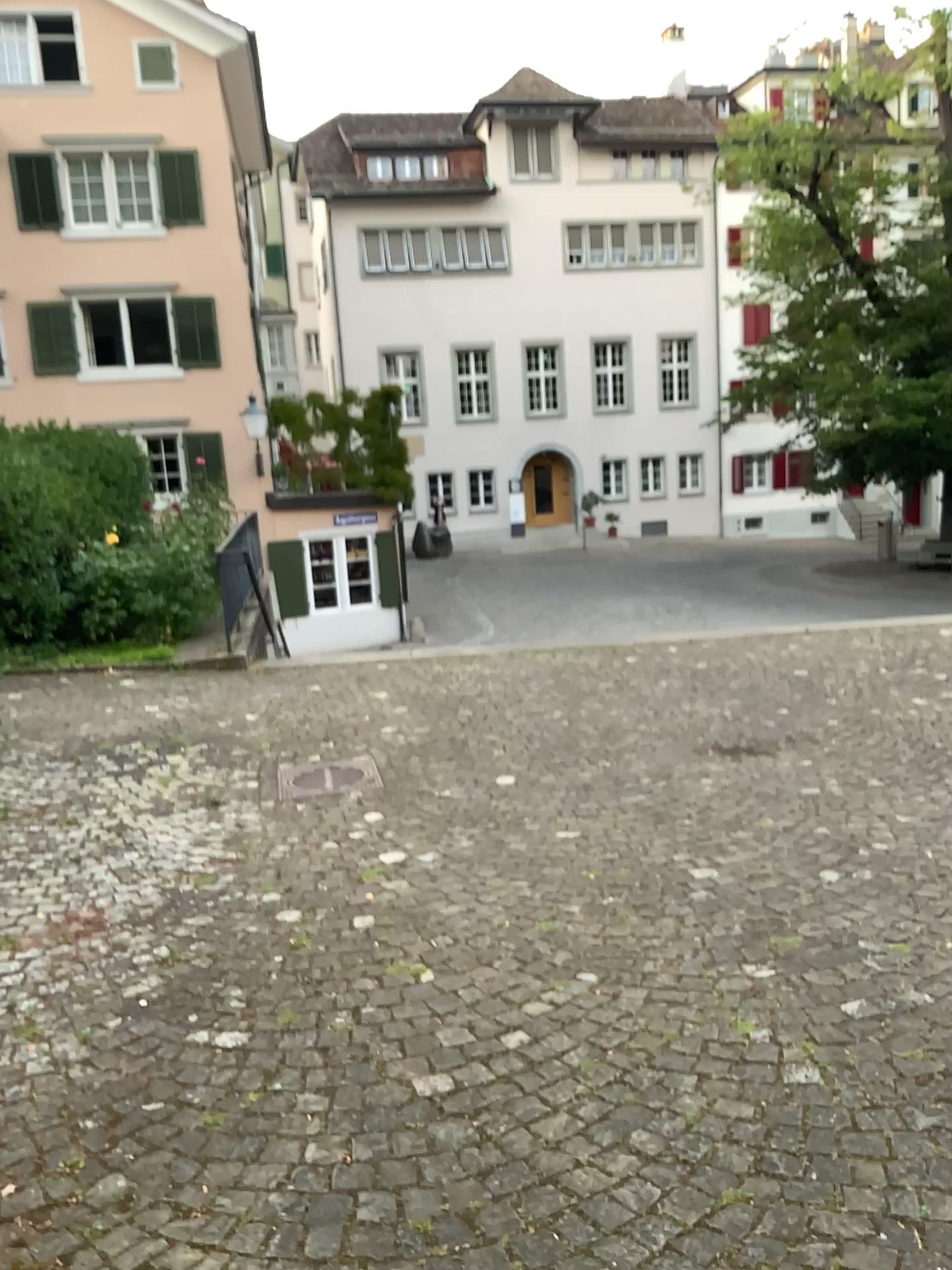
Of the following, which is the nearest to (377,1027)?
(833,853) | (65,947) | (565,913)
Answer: (565,913)
